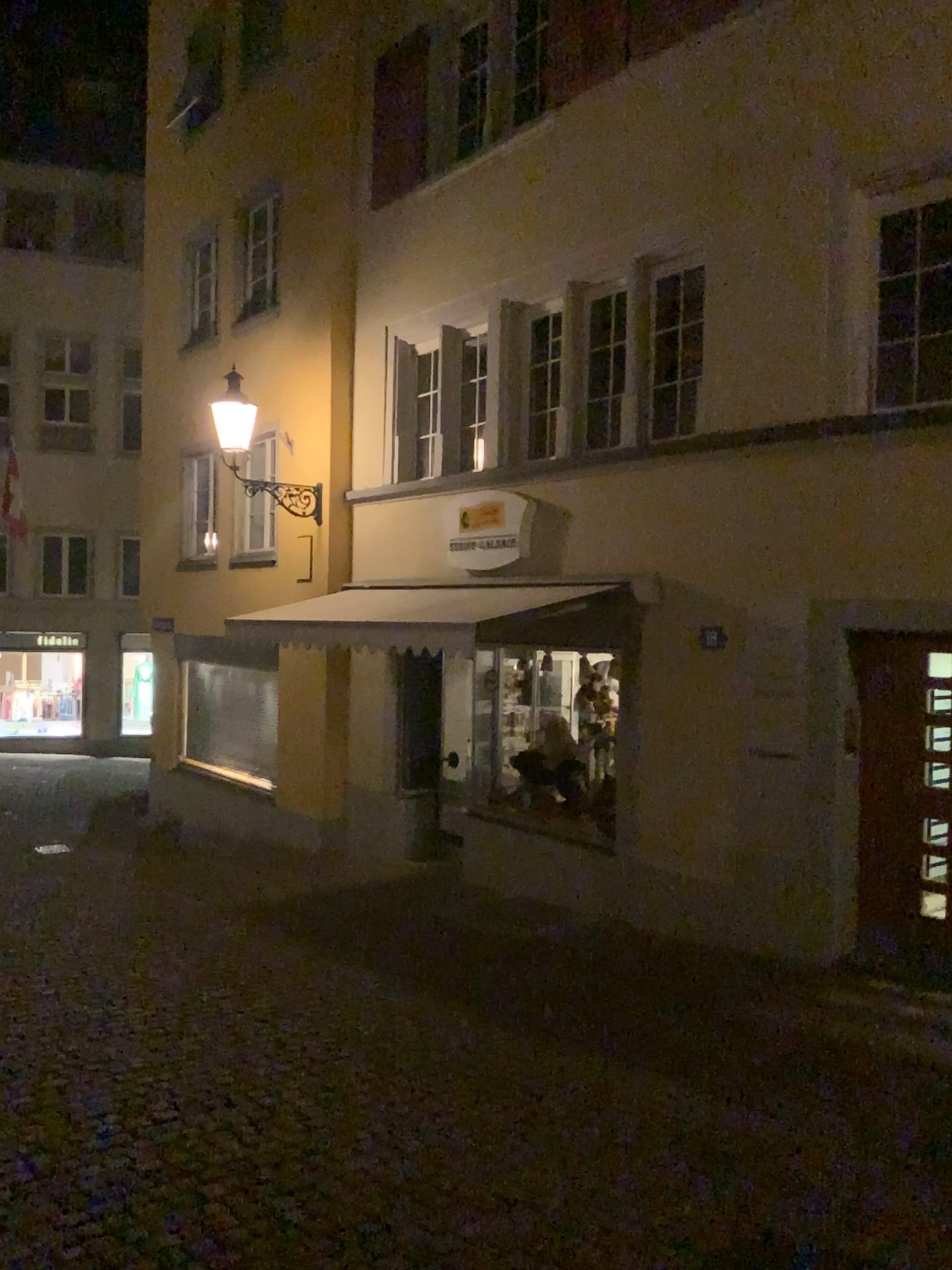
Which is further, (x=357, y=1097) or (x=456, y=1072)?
(x=456, y=1072)
